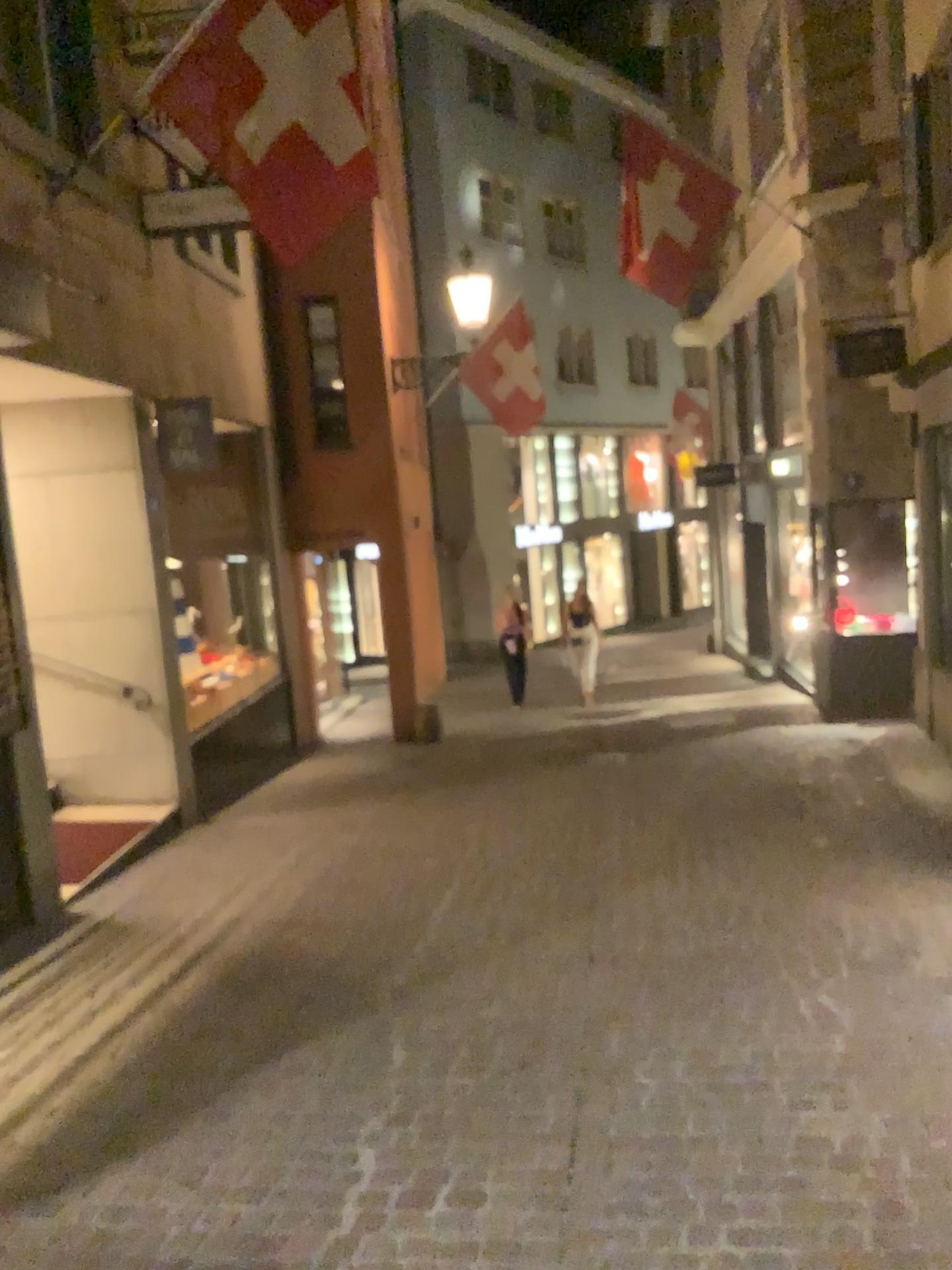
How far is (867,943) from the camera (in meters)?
4.37
